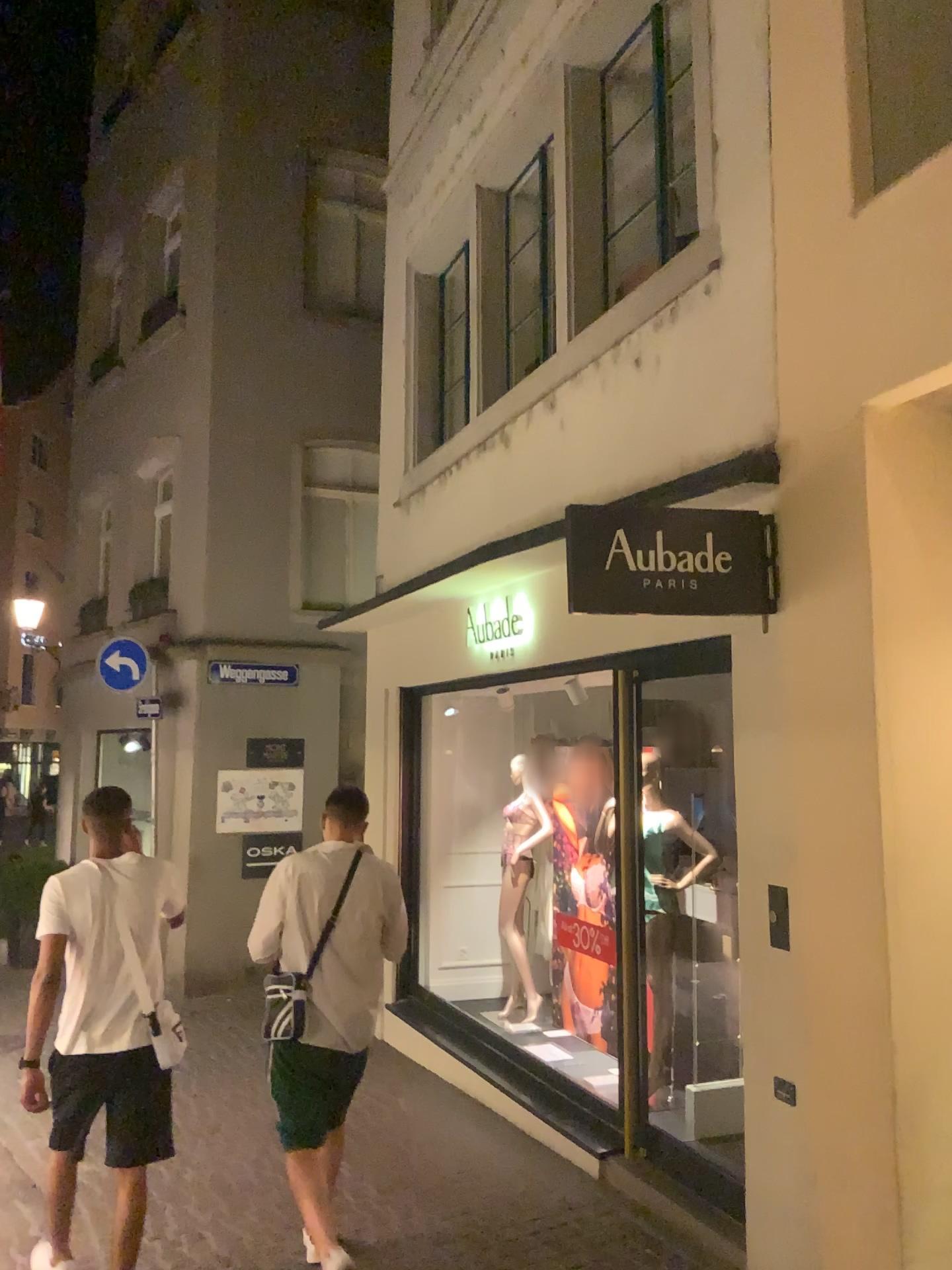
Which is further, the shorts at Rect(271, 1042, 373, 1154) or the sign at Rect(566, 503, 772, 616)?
the shorts at Rect(271, 1042, 373, 1154)

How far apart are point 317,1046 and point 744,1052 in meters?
1.5

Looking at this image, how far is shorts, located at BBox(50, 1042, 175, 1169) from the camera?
3.68m

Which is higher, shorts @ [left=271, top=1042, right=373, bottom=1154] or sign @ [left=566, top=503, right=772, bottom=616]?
sign @ [left=566, top=503, right=772, bottom=616]

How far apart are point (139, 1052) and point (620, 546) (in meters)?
2.42

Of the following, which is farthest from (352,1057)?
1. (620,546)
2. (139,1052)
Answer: (620,546)

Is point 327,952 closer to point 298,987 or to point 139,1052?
point 298,987

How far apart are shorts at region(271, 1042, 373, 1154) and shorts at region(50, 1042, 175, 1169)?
0.4 meters

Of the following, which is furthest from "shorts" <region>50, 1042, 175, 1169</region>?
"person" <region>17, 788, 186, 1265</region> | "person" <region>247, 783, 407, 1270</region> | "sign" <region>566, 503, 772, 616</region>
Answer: "sign" <region>566, 503, 772, 616</region>

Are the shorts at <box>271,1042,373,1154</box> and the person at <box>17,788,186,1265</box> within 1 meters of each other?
yes
